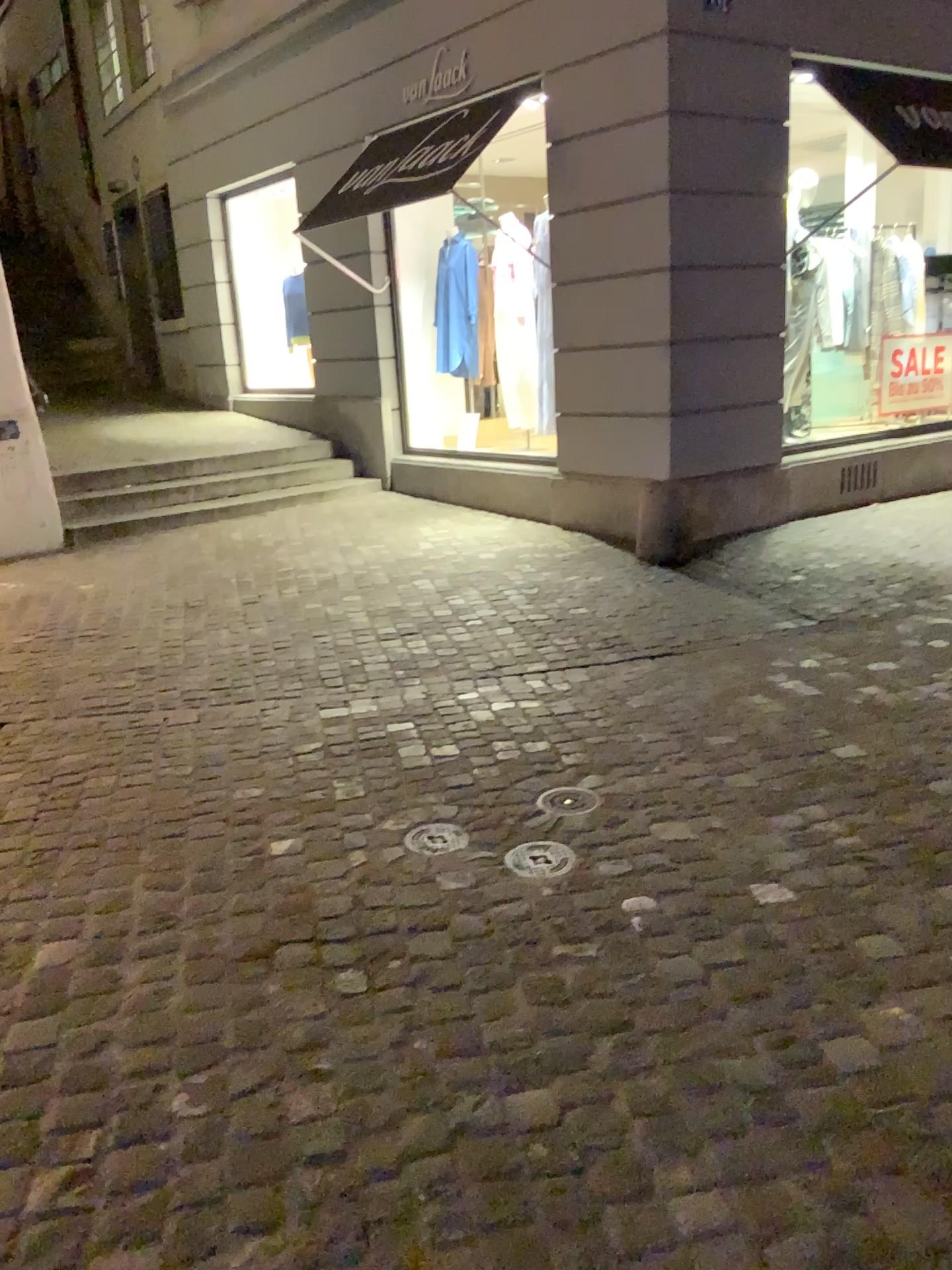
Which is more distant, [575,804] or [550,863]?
[575,804]

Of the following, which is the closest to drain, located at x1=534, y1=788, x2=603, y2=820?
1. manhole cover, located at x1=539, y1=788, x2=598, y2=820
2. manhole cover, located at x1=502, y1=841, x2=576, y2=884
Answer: manhole cover, located at x1=539, y1=788, x2=598, y2=820

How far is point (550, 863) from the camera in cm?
269

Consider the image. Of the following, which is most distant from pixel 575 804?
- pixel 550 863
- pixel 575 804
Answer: pixel 550 863

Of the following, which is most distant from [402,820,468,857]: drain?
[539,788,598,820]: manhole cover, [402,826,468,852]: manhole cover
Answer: [539,788,598,820]: manhole cover

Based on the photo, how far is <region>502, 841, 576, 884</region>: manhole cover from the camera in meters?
2.7

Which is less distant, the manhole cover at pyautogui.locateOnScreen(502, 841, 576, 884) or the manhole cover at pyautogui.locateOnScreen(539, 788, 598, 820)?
the manhole cover at pyautogui.locateOnScreen(502, 841, 576, 884)

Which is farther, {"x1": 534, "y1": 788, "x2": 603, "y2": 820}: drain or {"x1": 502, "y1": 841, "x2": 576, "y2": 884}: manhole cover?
{"x1": 534, "y1": 788, "x2": 603, "y2": 820}: drain

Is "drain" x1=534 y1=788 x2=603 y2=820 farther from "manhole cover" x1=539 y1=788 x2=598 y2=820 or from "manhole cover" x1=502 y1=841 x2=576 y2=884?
"manhole cover" x1=502 y1=841 x2=576 y2=884

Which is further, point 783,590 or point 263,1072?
point 783,590
